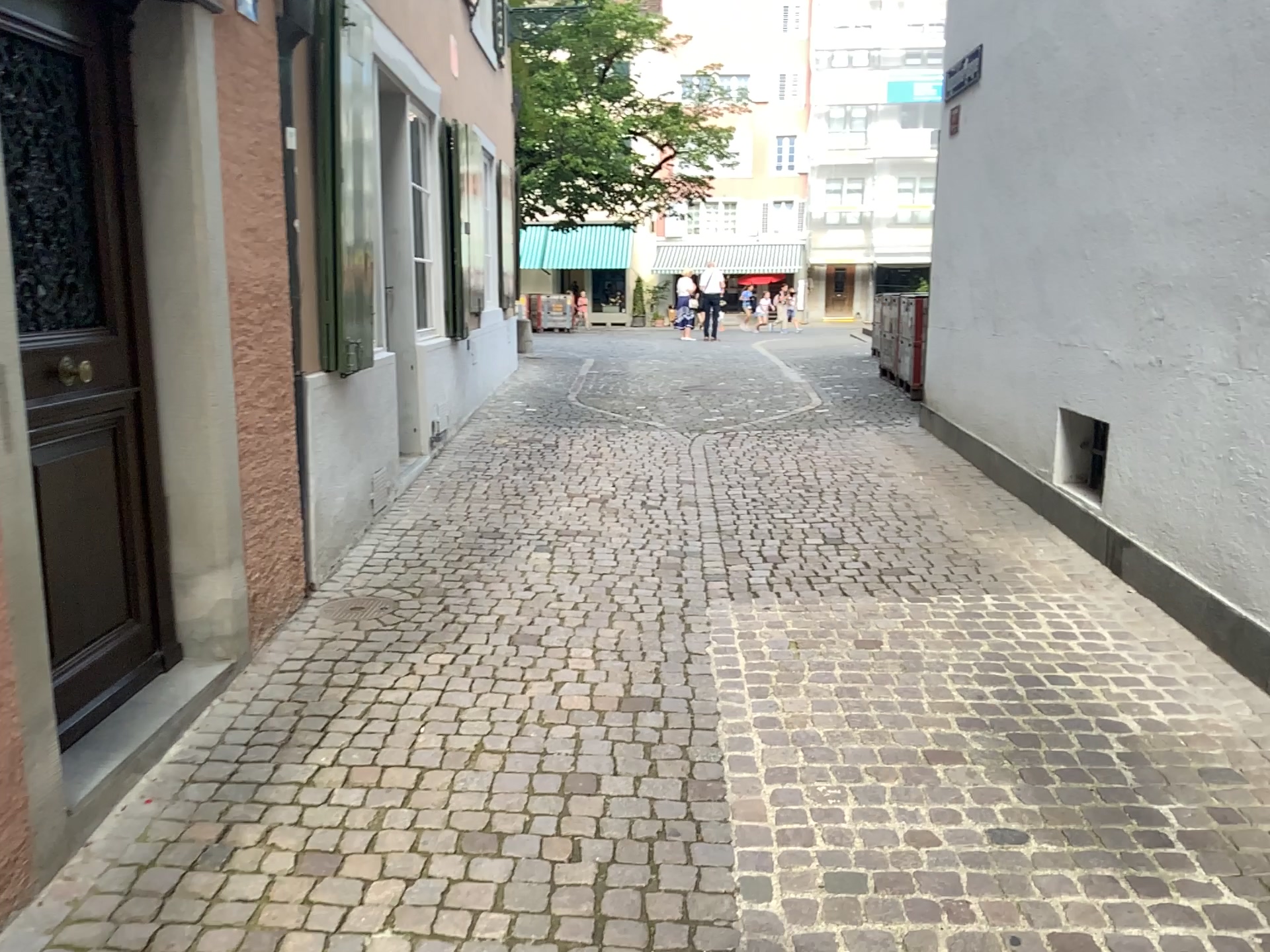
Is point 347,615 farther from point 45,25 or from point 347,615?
point 45,25

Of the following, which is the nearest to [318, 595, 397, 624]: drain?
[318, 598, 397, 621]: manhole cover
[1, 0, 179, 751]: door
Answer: [318, 598, 397, 621]: manhole cover

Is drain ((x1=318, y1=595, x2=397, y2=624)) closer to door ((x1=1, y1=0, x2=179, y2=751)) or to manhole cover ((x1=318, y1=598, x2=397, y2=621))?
manhole cover ((x1=318, y1=598, x2=397, y2=621))

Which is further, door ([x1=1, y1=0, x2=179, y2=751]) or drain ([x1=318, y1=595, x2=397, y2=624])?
drain ([x1=318, y1=595, x2=397, y2=624])

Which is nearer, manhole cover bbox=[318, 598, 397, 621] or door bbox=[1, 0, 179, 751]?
door bbox=[1, 0, 179, 751]

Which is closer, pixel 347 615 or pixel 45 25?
pixel 45 25

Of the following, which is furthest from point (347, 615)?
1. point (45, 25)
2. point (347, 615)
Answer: point (45, 25)

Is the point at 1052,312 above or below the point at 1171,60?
below
